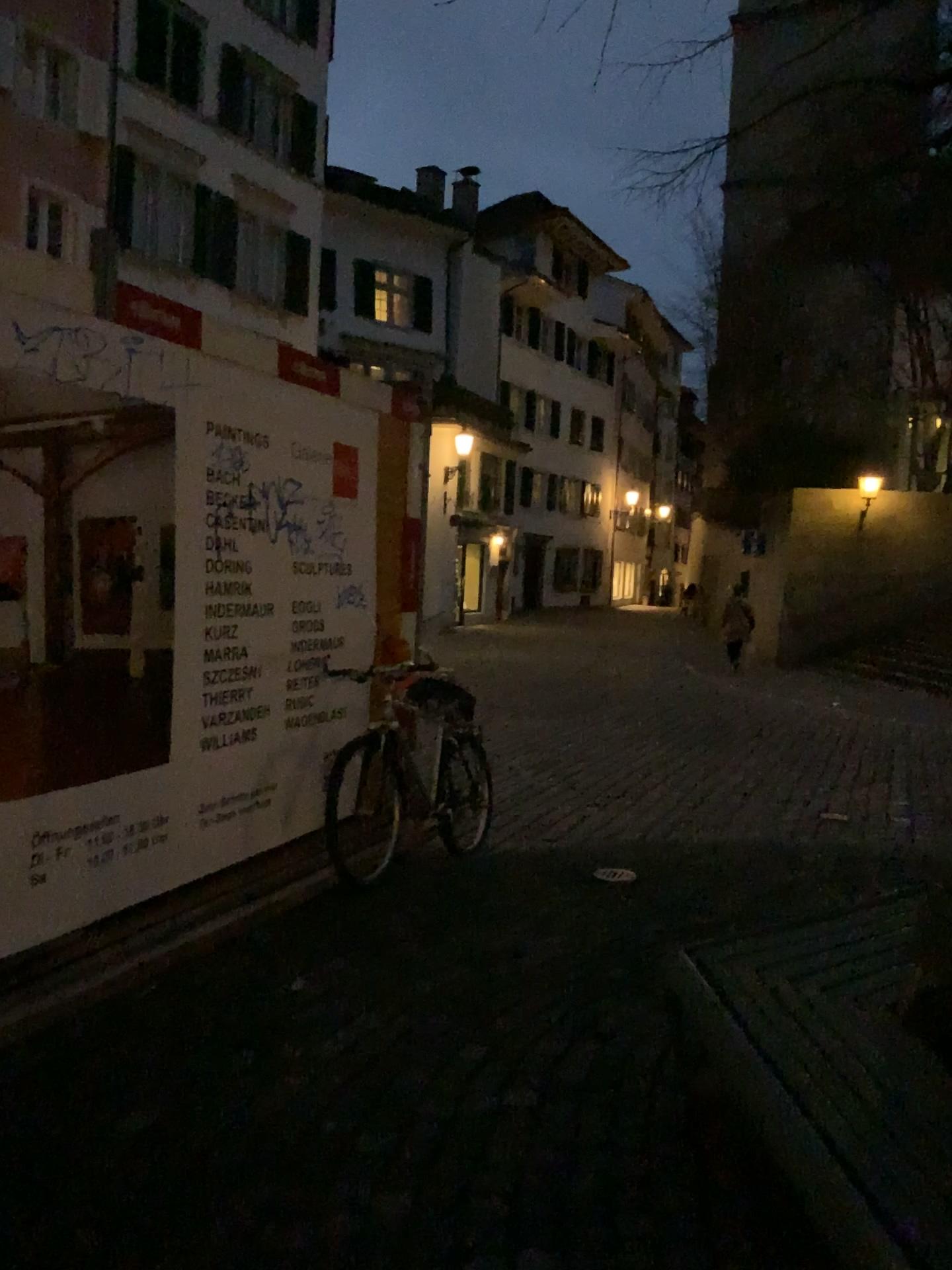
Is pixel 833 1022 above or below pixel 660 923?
above
